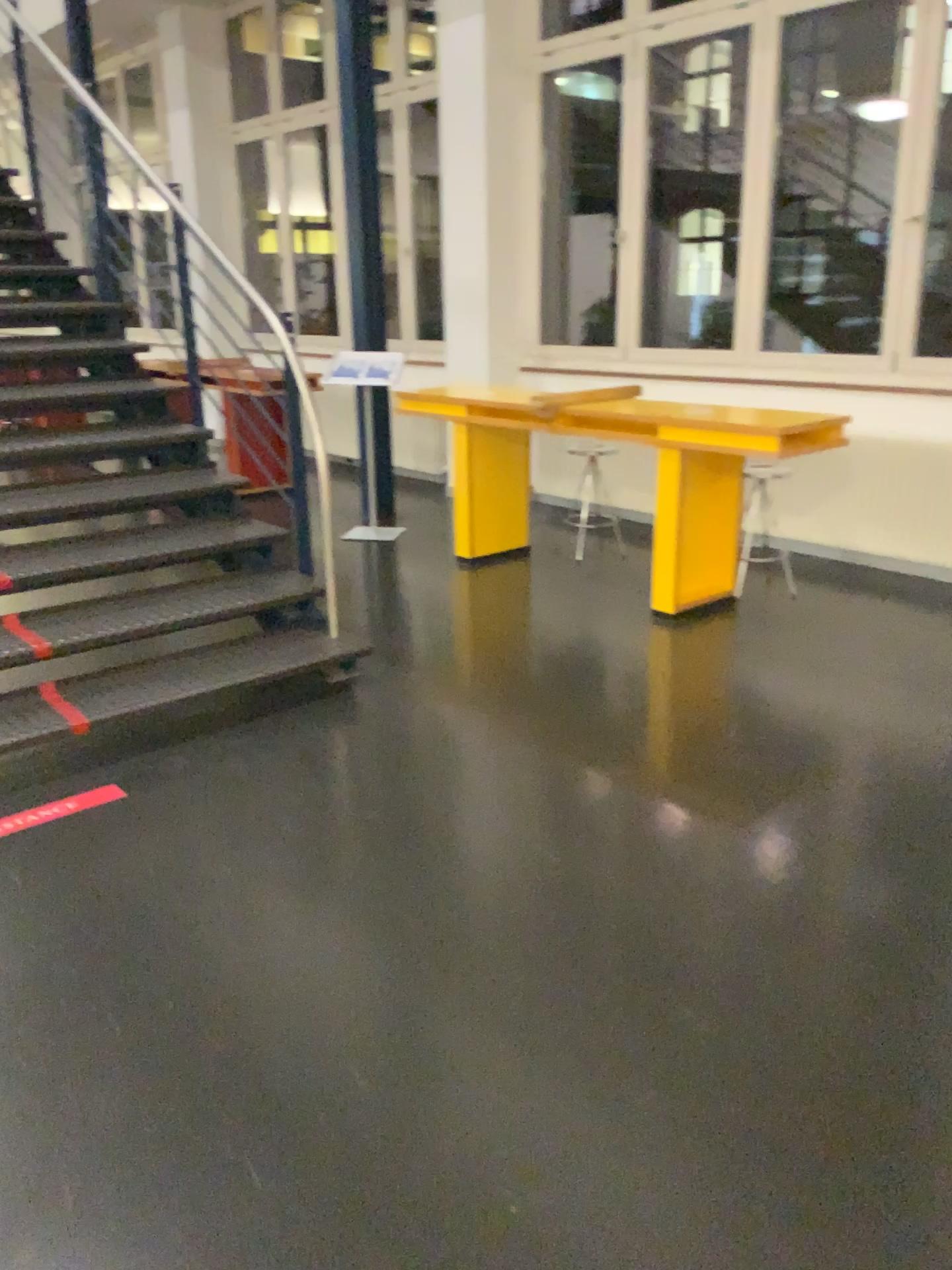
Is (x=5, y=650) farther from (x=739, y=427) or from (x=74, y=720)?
(x=739, y=427)

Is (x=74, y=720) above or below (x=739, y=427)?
below

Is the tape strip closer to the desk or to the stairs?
the stairs

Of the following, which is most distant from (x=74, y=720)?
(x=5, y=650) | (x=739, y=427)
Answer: (x=739, y=427)

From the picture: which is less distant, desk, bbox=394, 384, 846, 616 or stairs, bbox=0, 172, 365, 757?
stairs, bbox=0, 172, 365, 757

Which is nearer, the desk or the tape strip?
the tape strip

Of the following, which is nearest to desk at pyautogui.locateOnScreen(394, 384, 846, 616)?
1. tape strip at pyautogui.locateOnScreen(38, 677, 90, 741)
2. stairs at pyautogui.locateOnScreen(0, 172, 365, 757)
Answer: stairs at pyautogui.locateOnScreen(0, 172, 365, 757)

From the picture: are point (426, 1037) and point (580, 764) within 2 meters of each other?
yes
